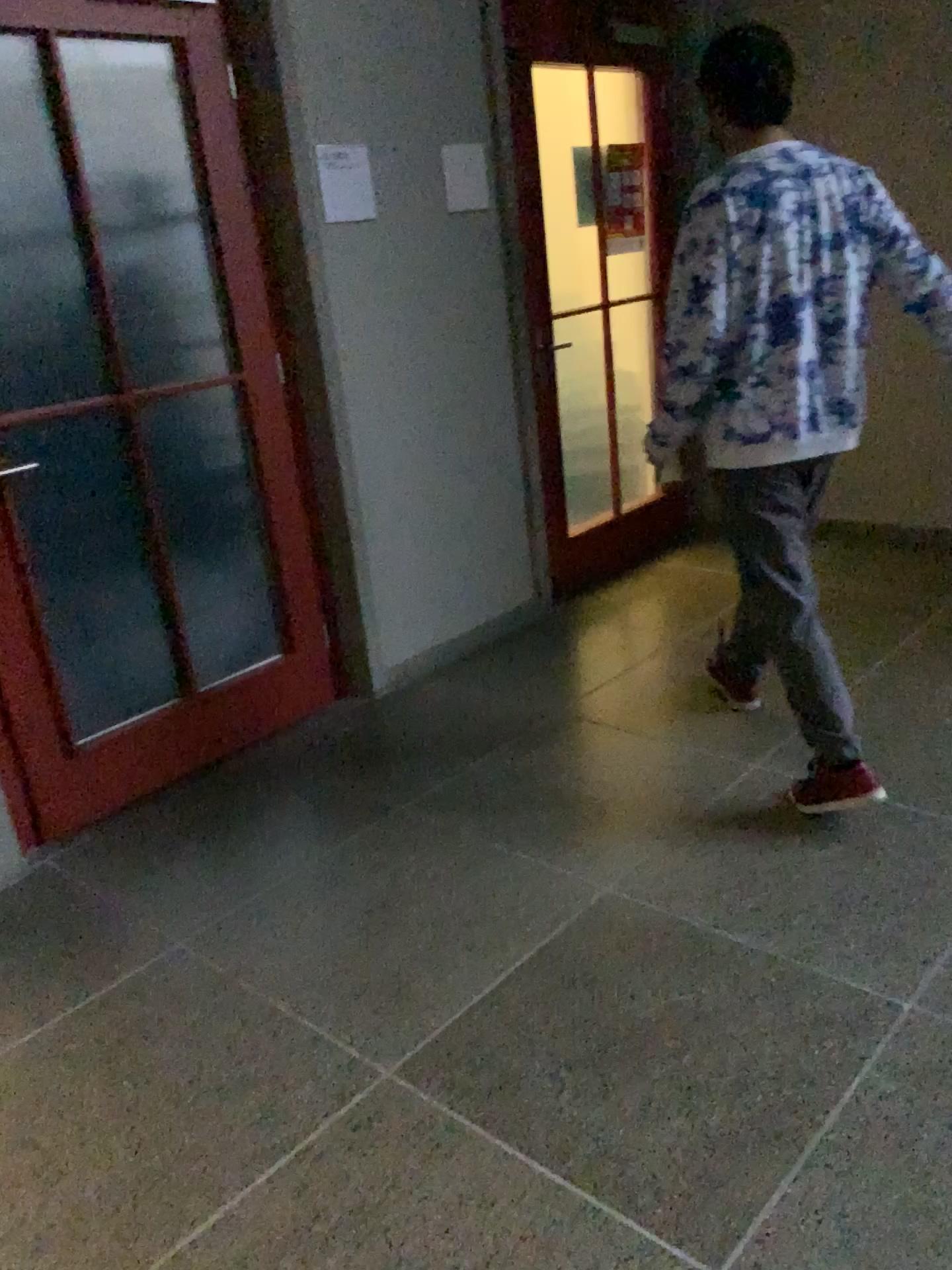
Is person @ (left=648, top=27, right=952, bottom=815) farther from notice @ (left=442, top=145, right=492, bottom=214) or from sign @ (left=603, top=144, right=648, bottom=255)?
sign @ (left=603, top=144, right=648, bottom=255)

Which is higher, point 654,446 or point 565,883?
point 654,446

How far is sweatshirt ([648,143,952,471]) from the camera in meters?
2.4 m

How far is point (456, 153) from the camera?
3.57m

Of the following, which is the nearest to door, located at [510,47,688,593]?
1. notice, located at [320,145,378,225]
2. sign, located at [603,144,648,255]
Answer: sign, located at [603,144,648,255]

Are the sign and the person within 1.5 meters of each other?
no

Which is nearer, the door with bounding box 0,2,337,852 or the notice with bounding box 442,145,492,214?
the door with bounding box 0,2,337,852

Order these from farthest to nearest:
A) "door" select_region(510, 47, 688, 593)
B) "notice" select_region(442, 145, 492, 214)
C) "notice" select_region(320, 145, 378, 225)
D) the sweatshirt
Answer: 1. "door" select_region(510, 47, 688, 593)
2. "notice" select_region(442, 145, 492, 214)
3. "notice" select_region(320, 145, 378, 225)
4. the sweatshirt

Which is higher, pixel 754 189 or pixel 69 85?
pixel 69 85

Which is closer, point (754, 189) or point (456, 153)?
point (754, 189)
